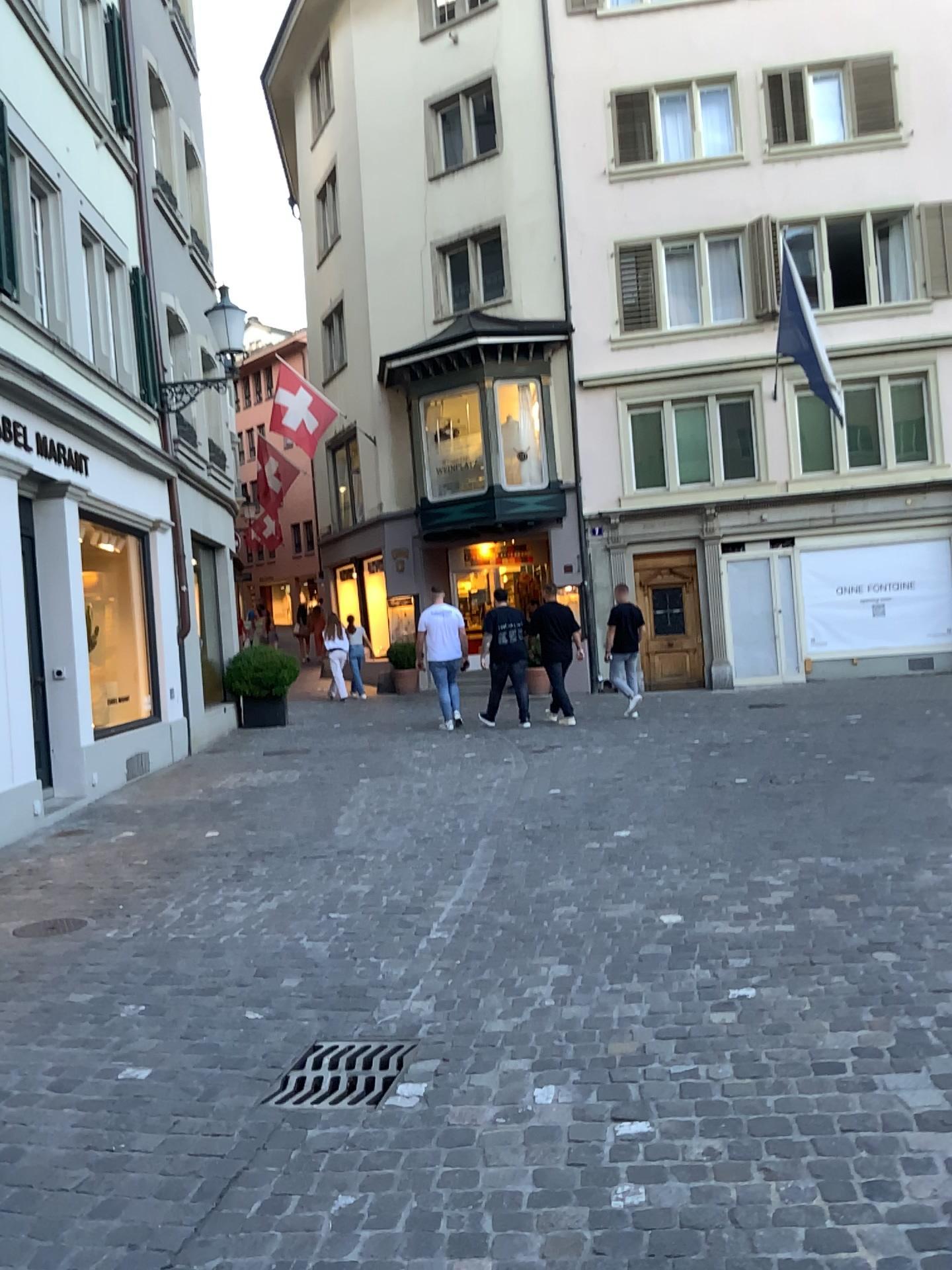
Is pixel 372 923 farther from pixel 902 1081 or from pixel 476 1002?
pixel 902 1081

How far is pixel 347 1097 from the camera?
3.0 meters

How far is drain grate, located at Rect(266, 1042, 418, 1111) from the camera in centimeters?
300cm
